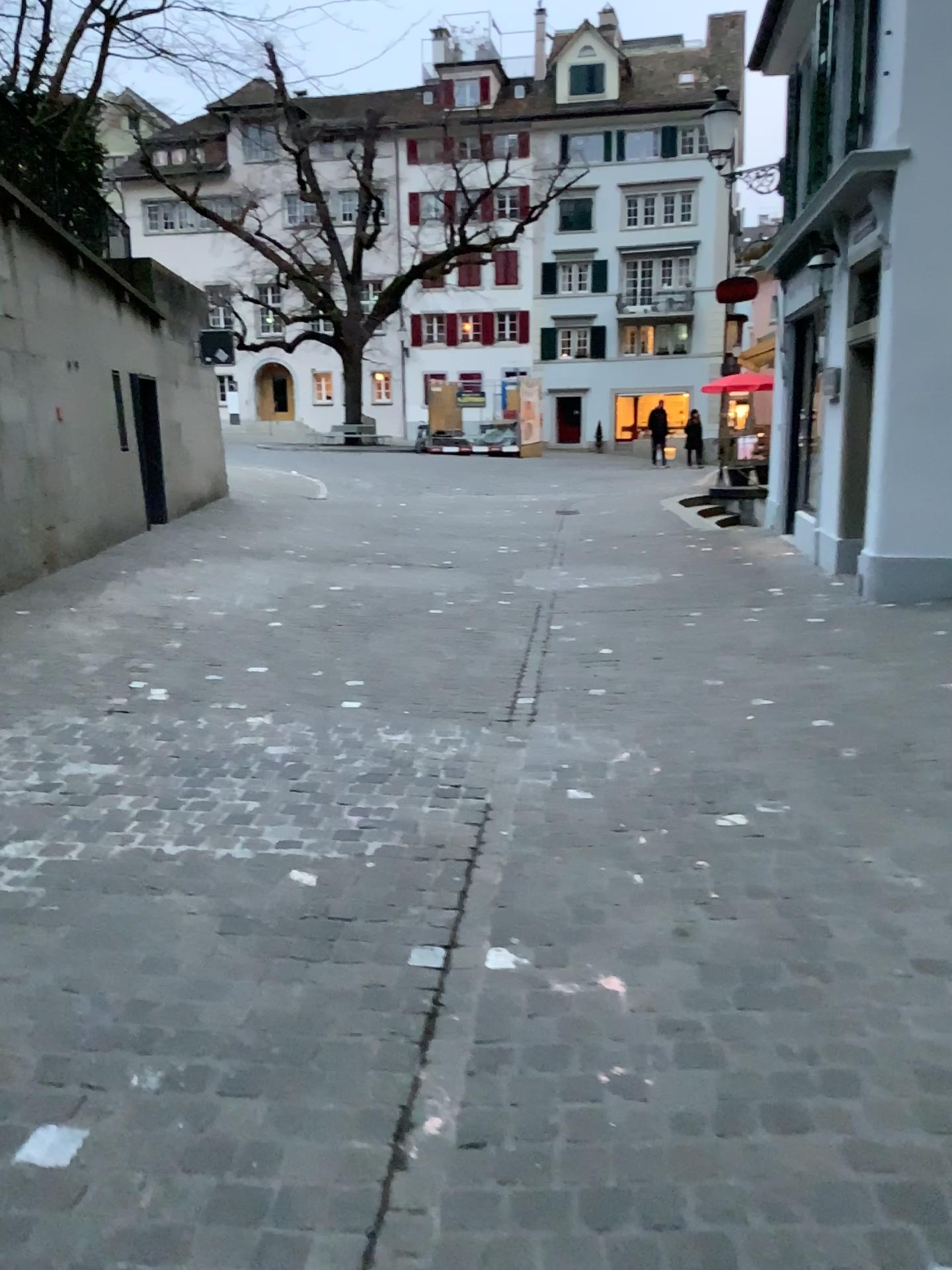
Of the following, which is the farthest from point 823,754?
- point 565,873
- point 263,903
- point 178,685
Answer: point 178,685
